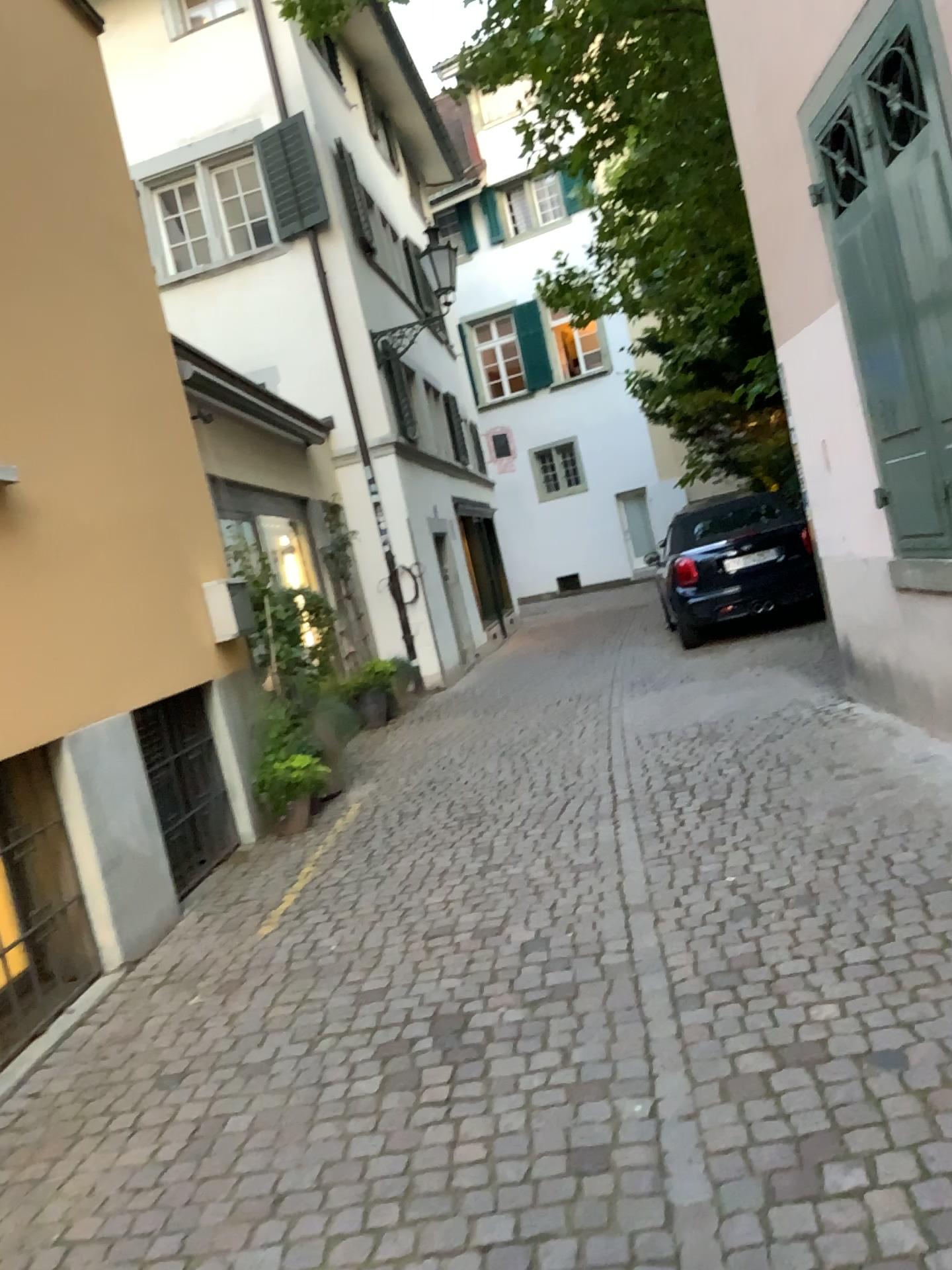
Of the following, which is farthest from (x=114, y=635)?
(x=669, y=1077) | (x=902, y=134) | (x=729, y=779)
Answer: (x=902, y=134)
